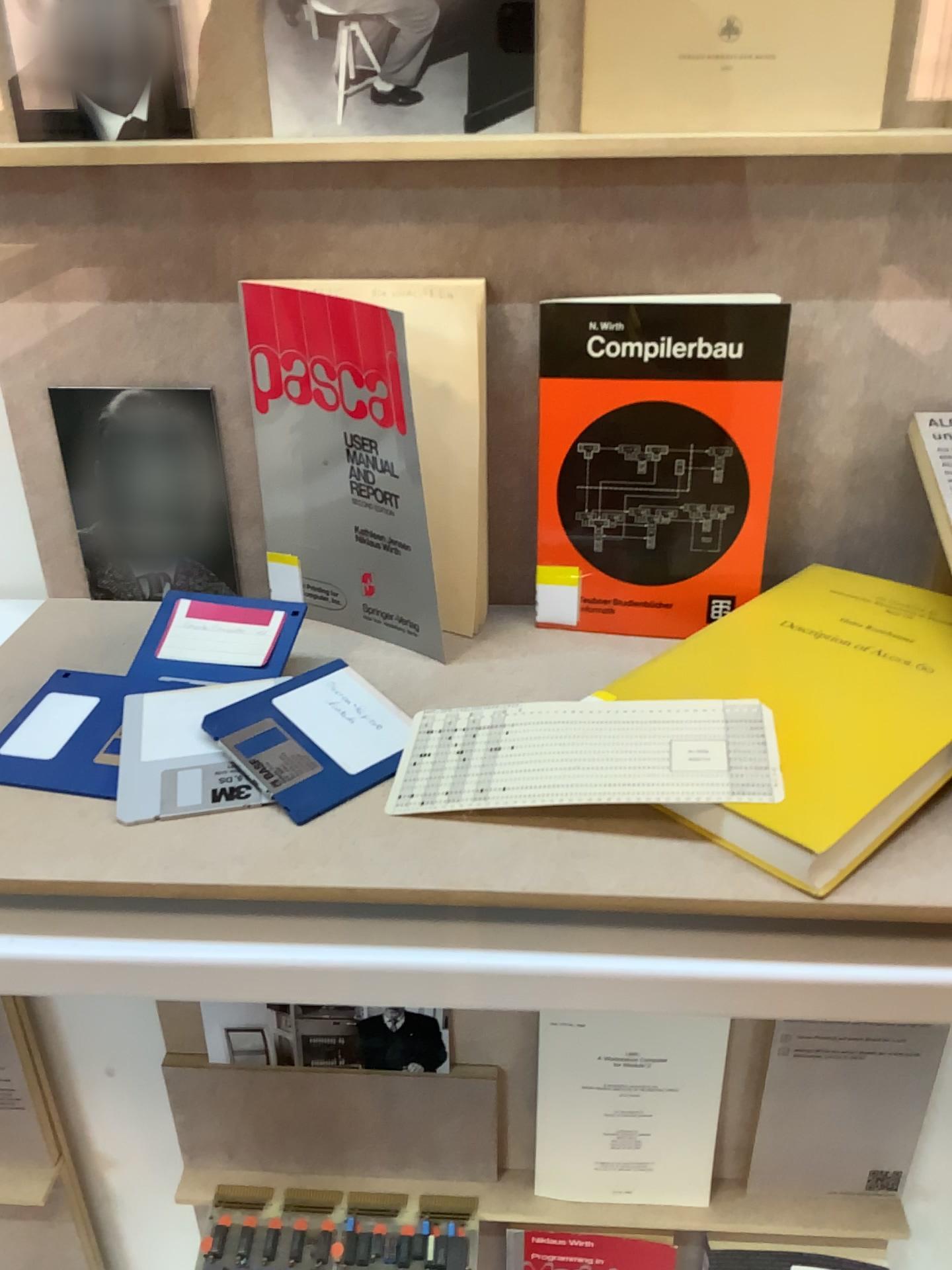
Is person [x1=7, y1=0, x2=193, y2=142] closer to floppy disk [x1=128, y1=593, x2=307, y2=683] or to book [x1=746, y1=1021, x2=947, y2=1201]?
floppy disk [x1=128, y1=593, x2=307, y2=683]

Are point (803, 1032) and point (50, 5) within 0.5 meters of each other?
no

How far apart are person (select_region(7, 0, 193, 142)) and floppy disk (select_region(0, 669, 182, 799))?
0.32m

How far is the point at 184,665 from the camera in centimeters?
60cm

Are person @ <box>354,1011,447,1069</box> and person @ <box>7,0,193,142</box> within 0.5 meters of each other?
no

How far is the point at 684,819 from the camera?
0.5m

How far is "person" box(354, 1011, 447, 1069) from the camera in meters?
1.0

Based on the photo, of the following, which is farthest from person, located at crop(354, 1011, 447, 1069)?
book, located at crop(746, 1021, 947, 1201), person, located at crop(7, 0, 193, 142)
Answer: person, located at crop(7, 0, 193, 142)

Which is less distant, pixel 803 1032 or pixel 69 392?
pixel 69 392

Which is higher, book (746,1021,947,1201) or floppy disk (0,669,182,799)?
floppy disk (0,669,182,799)
